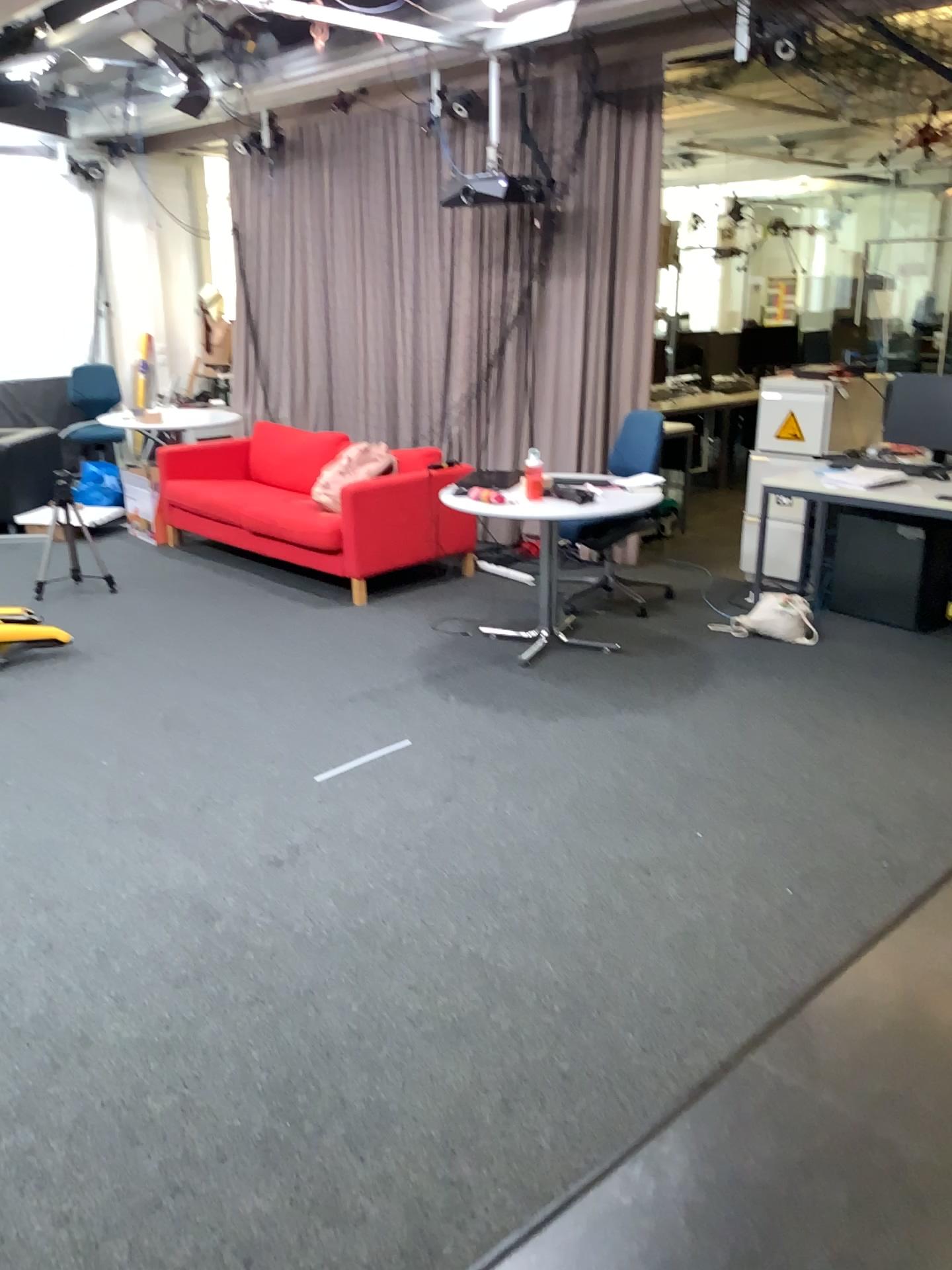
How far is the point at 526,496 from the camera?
4.6m
